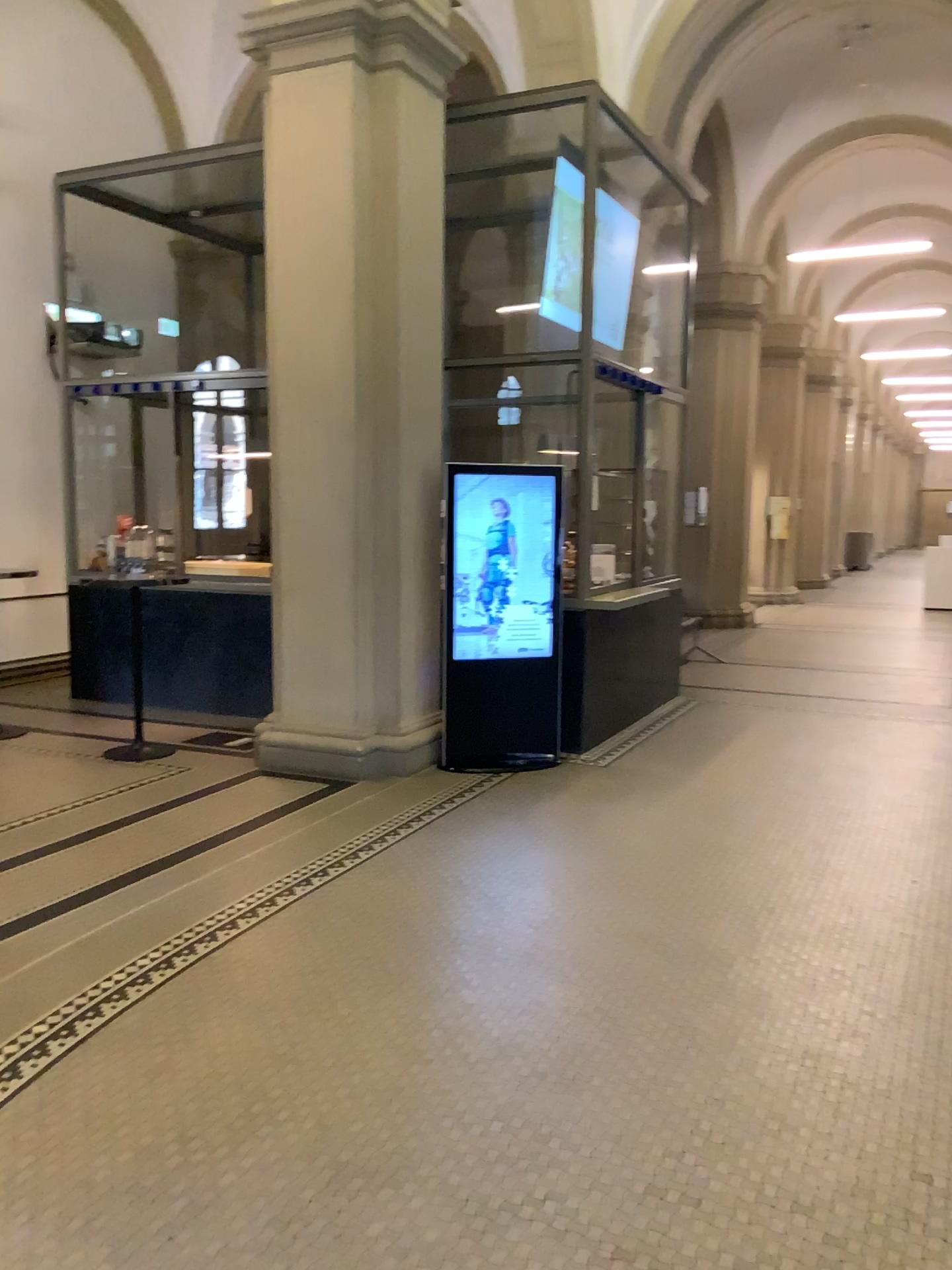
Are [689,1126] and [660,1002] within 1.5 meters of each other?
yes
